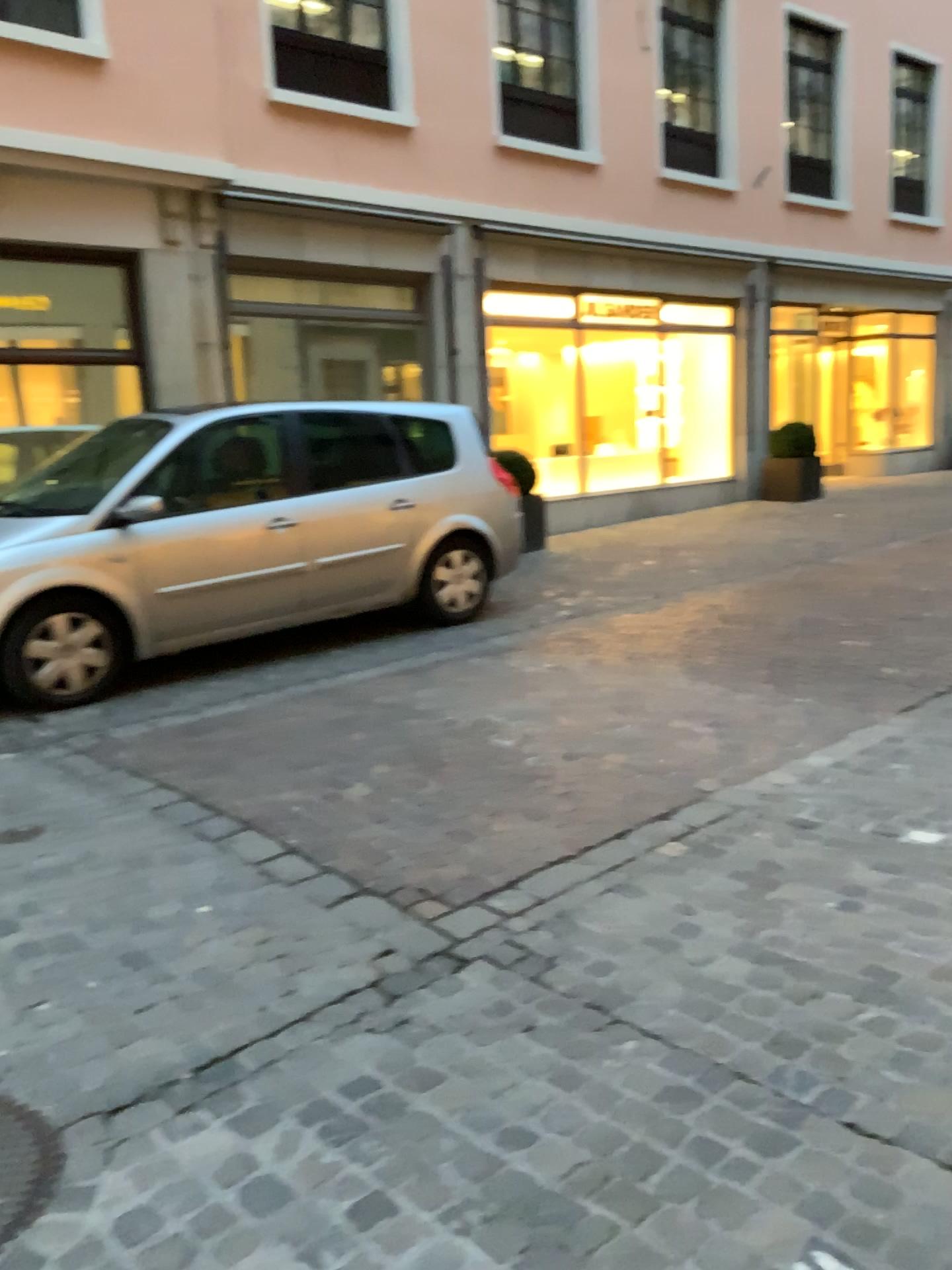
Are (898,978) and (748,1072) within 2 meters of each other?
yes

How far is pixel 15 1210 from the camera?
2.0m

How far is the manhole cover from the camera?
1.98m
